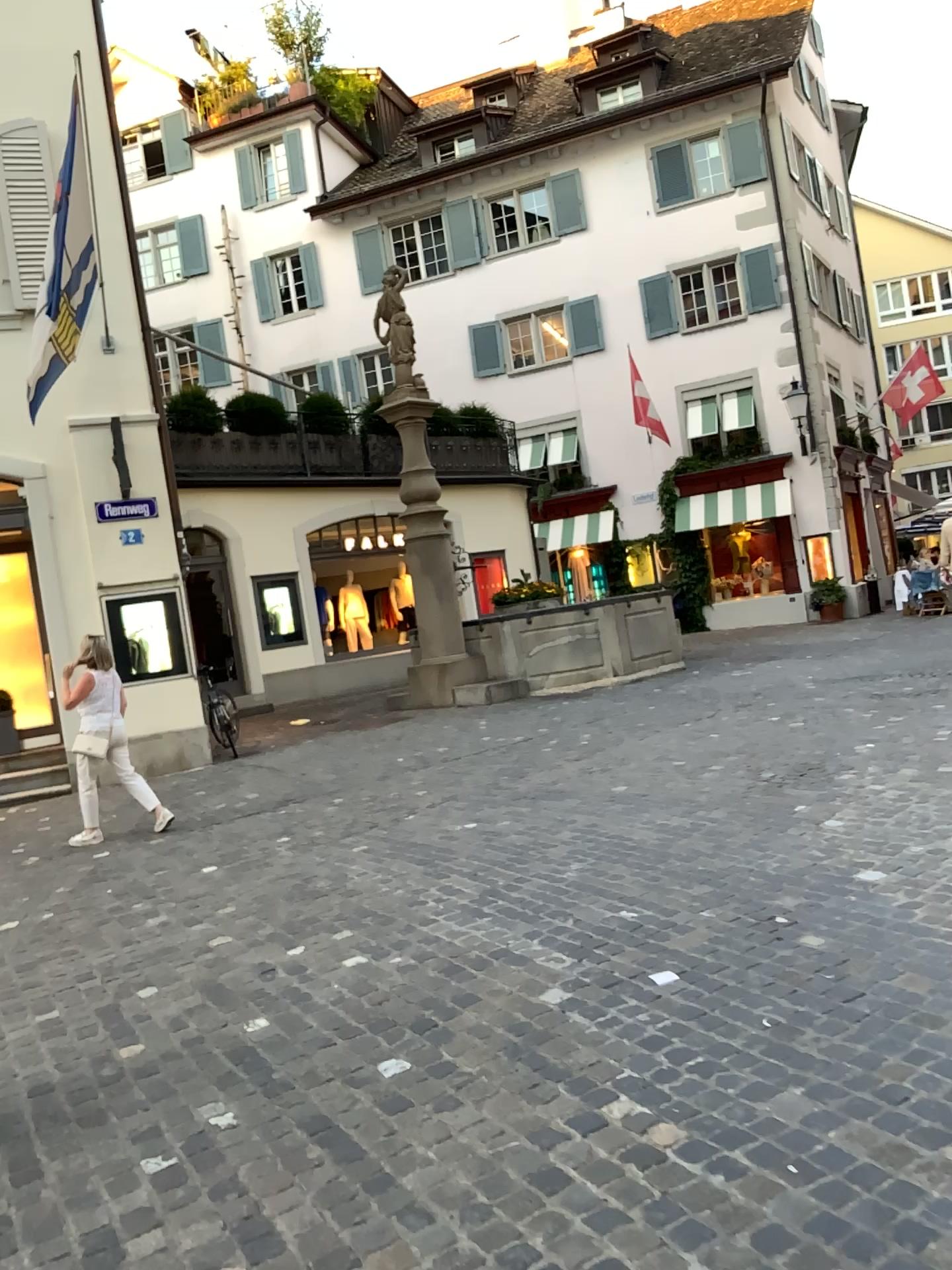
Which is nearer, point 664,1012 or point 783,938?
point 664,1012
